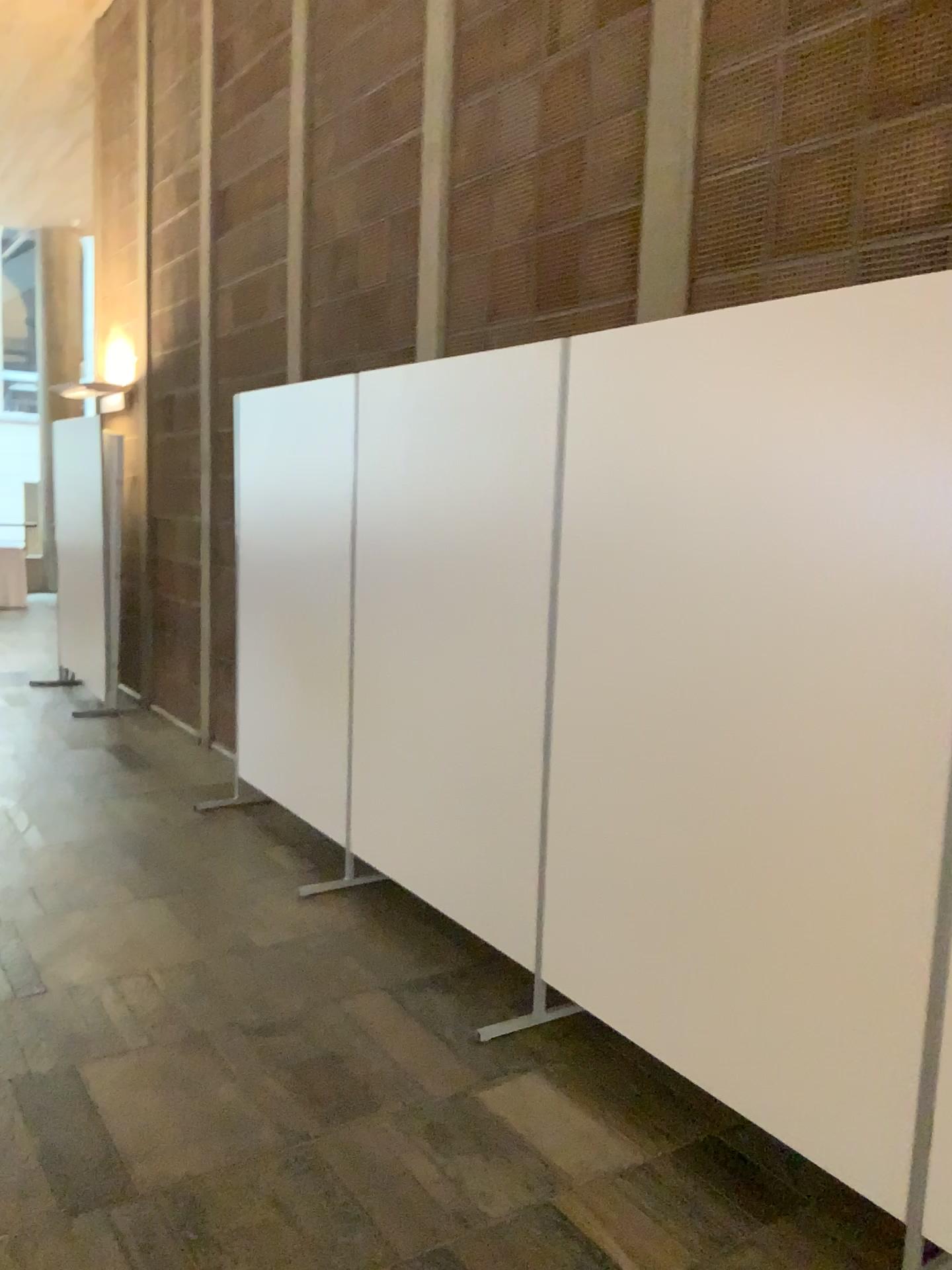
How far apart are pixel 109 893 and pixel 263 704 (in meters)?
1.21

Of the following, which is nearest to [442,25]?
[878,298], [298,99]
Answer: [298,99]

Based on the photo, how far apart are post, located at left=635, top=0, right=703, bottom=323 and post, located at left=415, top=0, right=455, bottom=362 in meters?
1.1

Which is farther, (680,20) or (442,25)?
(442,25)

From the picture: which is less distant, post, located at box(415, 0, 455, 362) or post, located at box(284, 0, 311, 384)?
post, located at box(415, 0, 455, 362)

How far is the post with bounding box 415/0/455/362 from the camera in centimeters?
377cm

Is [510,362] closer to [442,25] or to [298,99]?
[442,25]

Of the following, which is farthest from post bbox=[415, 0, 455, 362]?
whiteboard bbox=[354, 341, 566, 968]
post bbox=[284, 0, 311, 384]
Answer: post bbox=[284, 0, 311, 384]

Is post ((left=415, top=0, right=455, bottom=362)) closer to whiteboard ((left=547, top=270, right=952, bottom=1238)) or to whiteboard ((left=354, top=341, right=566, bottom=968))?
whiteboard ((left=354, top=341, right=566, bottom=968))

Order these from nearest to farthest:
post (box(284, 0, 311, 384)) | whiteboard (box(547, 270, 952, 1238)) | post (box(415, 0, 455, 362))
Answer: whiteboard (box(547, 270, 952, 1238)), post (box(415, 0, 455, 362)), post (box(284, 0, 311, 384))
